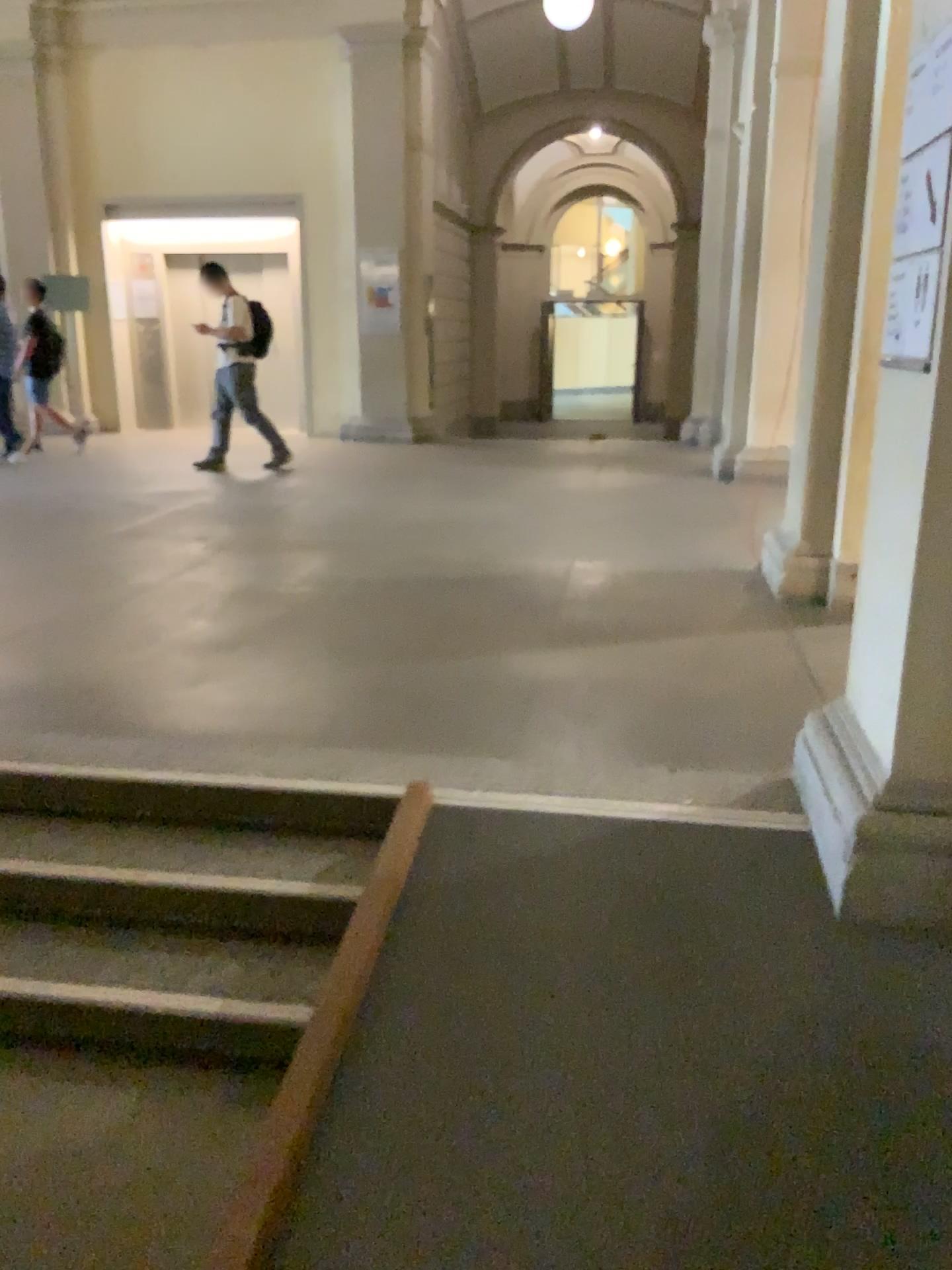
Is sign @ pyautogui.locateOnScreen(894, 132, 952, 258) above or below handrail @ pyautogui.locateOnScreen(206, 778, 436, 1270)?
above

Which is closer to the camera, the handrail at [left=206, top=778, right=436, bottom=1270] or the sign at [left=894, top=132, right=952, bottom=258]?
the handrail at [left=206, top=778, right=436, bottom=1270]

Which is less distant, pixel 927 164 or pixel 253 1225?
pixel 253 1225

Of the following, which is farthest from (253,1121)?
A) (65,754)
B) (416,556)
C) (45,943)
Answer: (416,556)

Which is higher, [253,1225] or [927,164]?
[927,164]
